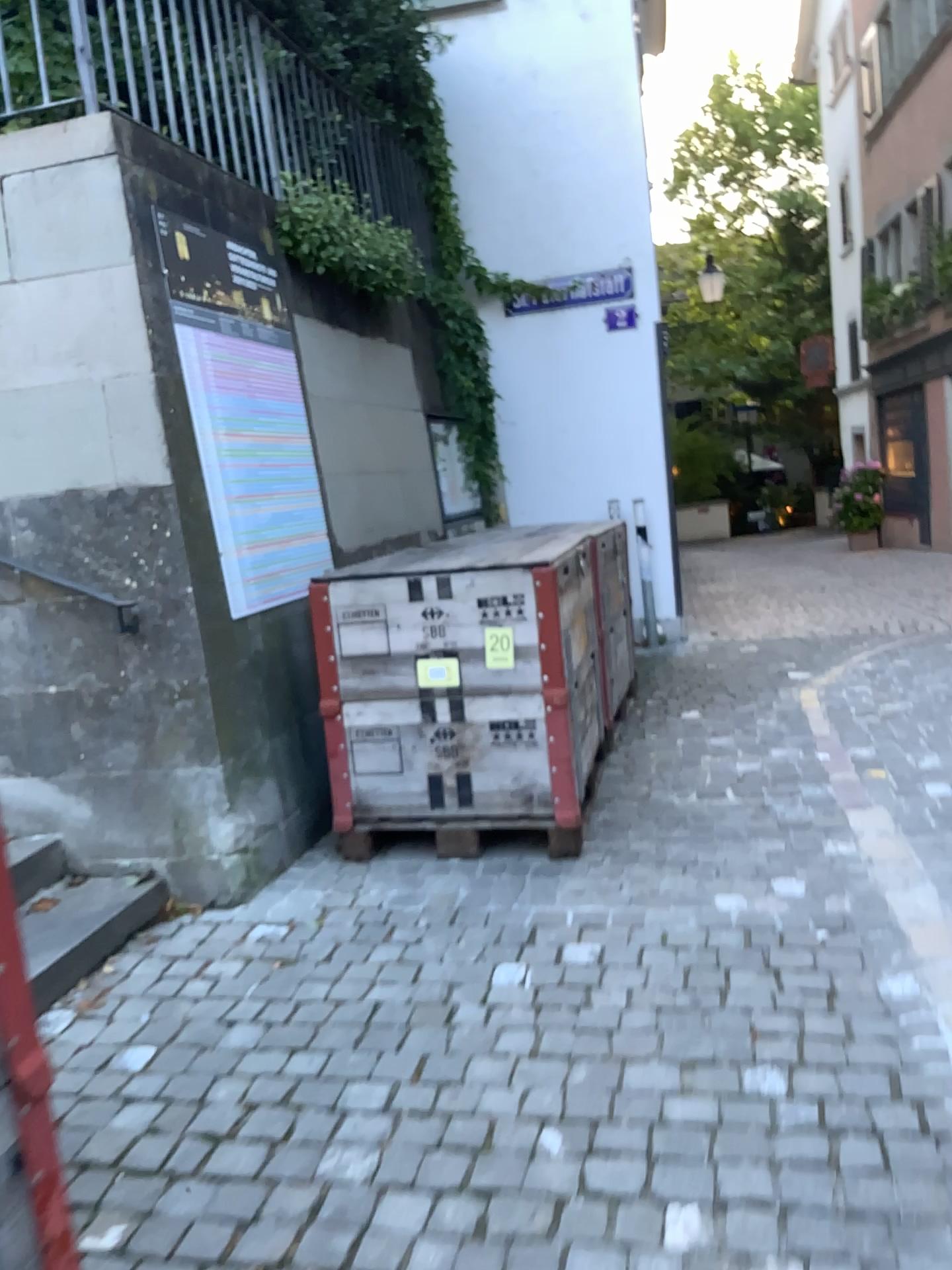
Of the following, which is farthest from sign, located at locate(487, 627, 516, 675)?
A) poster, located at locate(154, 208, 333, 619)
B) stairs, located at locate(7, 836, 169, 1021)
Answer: stairs, located at locate(7, 836, 169, 1021)

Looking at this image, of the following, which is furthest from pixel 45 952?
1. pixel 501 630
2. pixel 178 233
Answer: pixel 178 233

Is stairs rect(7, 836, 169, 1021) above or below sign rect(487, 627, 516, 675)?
below

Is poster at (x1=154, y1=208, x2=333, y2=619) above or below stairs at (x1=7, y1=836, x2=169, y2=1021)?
above

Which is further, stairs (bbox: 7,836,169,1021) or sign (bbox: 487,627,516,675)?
sign (bbox: 487,627,516,675)

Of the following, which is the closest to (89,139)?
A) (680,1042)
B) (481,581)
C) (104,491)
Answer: (104,491)

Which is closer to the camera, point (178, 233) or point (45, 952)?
point (45, 952)

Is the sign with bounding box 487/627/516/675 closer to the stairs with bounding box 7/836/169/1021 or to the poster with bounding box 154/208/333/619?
the poster with bounding box 154/208/333/619

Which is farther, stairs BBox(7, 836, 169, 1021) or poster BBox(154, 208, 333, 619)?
poster BBox(154, 208, 333, 619)

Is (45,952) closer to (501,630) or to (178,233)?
(501,630)
